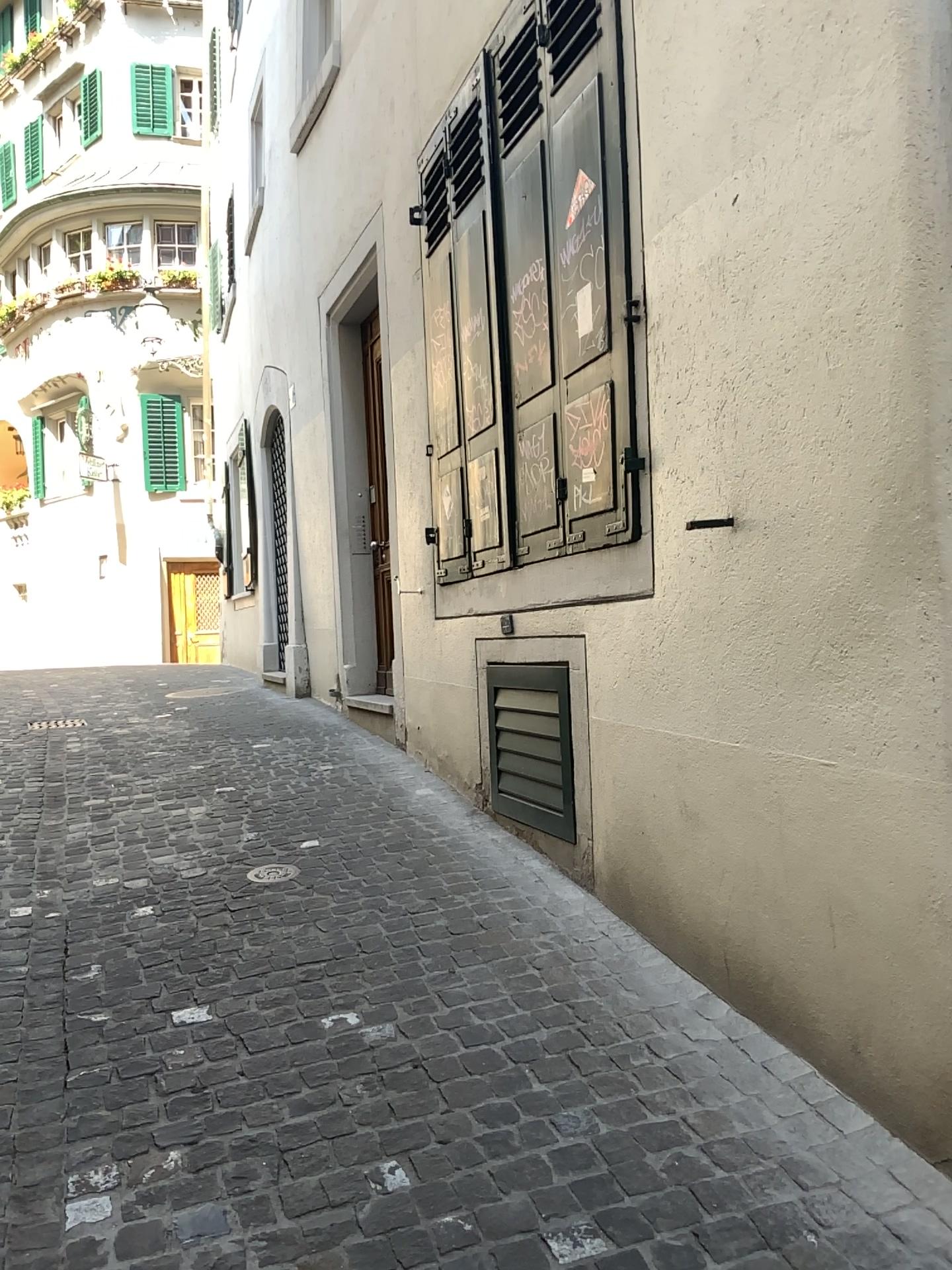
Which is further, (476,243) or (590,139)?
(476,243)

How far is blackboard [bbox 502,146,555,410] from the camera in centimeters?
372cm

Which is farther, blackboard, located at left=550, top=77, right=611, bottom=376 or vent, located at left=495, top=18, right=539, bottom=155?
vent, located at left=495, top=18, right=539, bottom=155

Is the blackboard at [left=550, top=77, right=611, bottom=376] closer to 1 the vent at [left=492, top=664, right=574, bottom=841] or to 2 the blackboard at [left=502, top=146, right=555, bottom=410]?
2 the blackboard at [left=502, top=146, right=555, bottom=410]

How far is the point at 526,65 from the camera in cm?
385

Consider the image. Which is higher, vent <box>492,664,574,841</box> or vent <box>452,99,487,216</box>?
vent <box>452,99,487,216</box>

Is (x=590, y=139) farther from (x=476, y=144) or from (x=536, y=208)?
(x=476, y=144)

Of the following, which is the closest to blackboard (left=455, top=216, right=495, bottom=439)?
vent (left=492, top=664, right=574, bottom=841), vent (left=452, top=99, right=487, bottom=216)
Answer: vent (left=452, top=99, right=487, bottom=216)

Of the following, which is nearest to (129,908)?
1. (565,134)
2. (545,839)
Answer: (545,839)

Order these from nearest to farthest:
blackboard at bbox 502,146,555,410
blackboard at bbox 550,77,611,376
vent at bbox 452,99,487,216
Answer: blackboard at bbox 550,77,611,376, blackboard at bbox 502,146,555,410, vent at bbox 452,99,487,216
